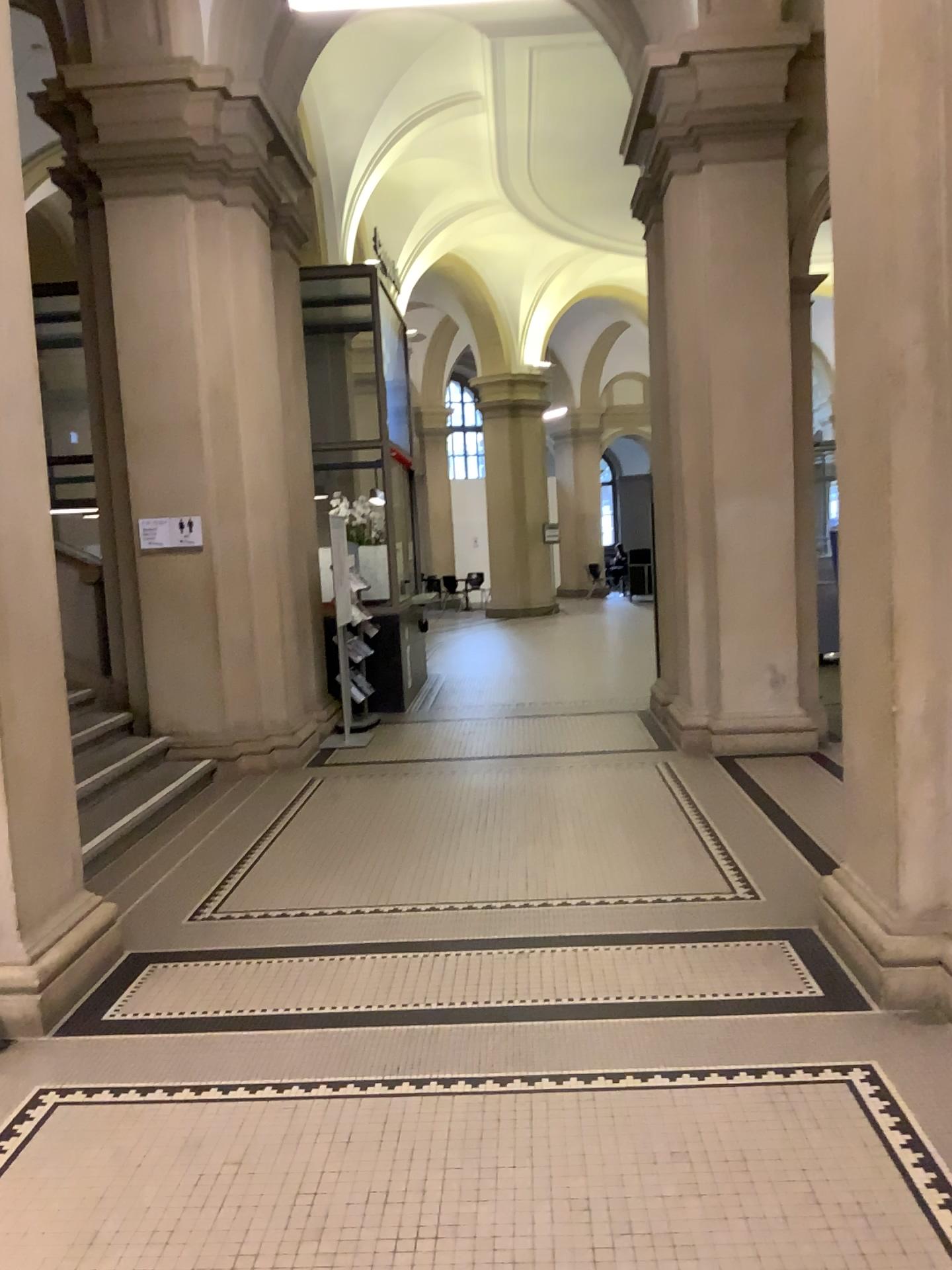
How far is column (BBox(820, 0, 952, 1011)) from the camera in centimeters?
320cm

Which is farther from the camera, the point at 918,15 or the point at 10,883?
the point at 10,883

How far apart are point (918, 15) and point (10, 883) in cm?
397

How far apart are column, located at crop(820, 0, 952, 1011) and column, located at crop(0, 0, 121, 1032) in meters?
2.7 m

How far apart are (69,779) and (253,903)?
1.00m

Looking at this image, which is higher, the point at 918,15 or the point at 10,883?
the point at 918,15

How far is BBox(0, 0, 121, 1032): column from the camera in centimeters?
350cm

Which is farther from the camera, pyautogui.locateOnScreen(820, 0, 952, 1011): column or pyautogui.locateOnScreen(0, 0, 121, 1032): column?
pyautogui.locateOnScreen(0, 0, 121, 1032): column
